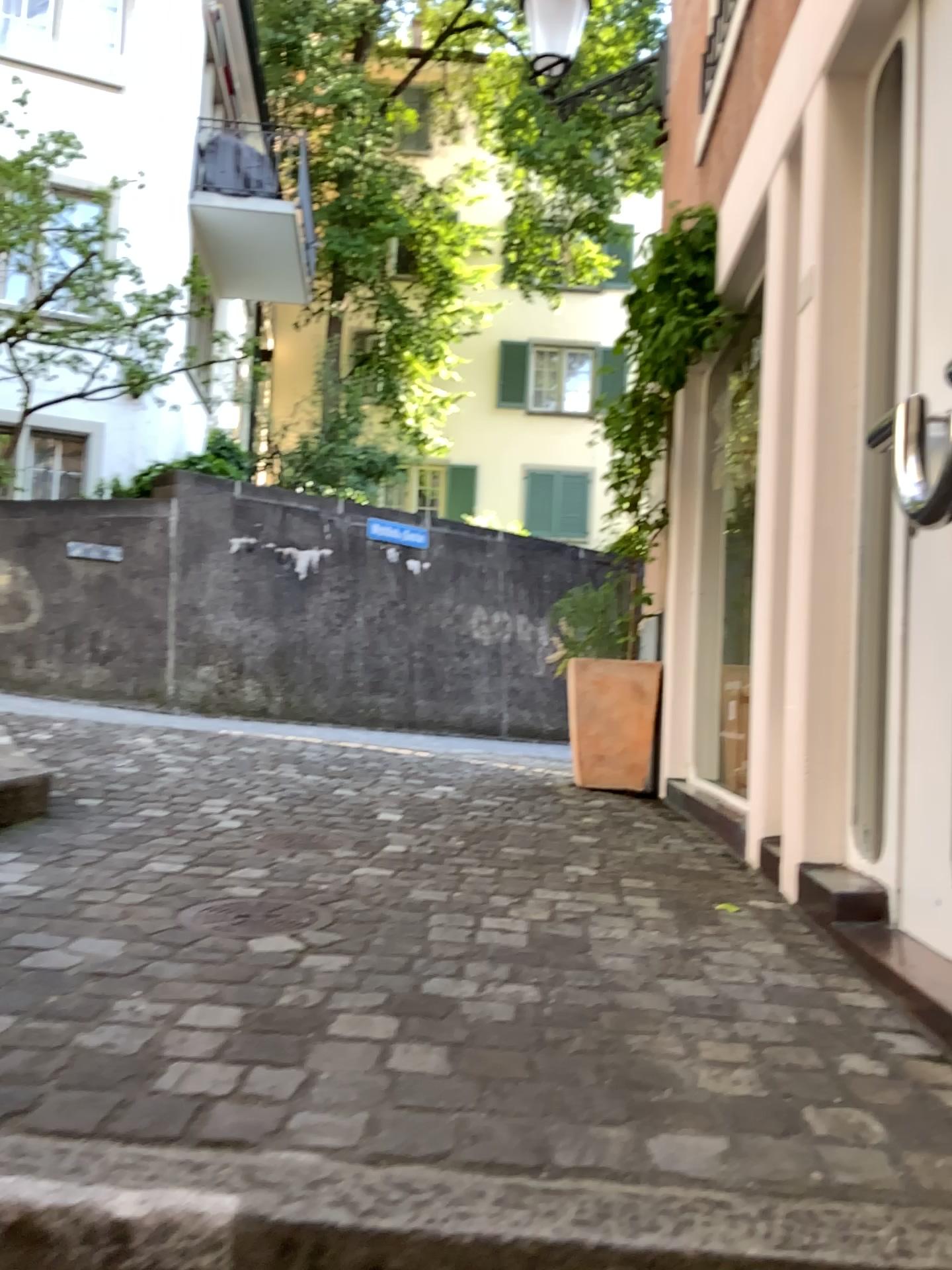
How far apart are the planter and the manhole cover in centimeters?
298cm

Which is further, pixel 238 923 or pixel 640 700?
pixel 640 700

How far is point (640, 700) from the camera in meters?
4.9 m

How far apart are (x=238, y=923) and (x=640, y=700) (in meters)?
3.17

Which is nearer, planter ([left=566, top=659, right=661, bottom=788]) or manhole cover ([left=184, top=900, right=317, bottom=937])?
manhole cover ([left=184, top=900, right=317, bottom=937])

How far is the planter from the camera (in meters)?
4.95

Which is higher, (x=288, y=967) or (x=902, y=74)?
(x=902, y=74)

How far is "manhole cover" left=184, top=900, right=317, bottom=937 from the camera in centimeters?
203cm
